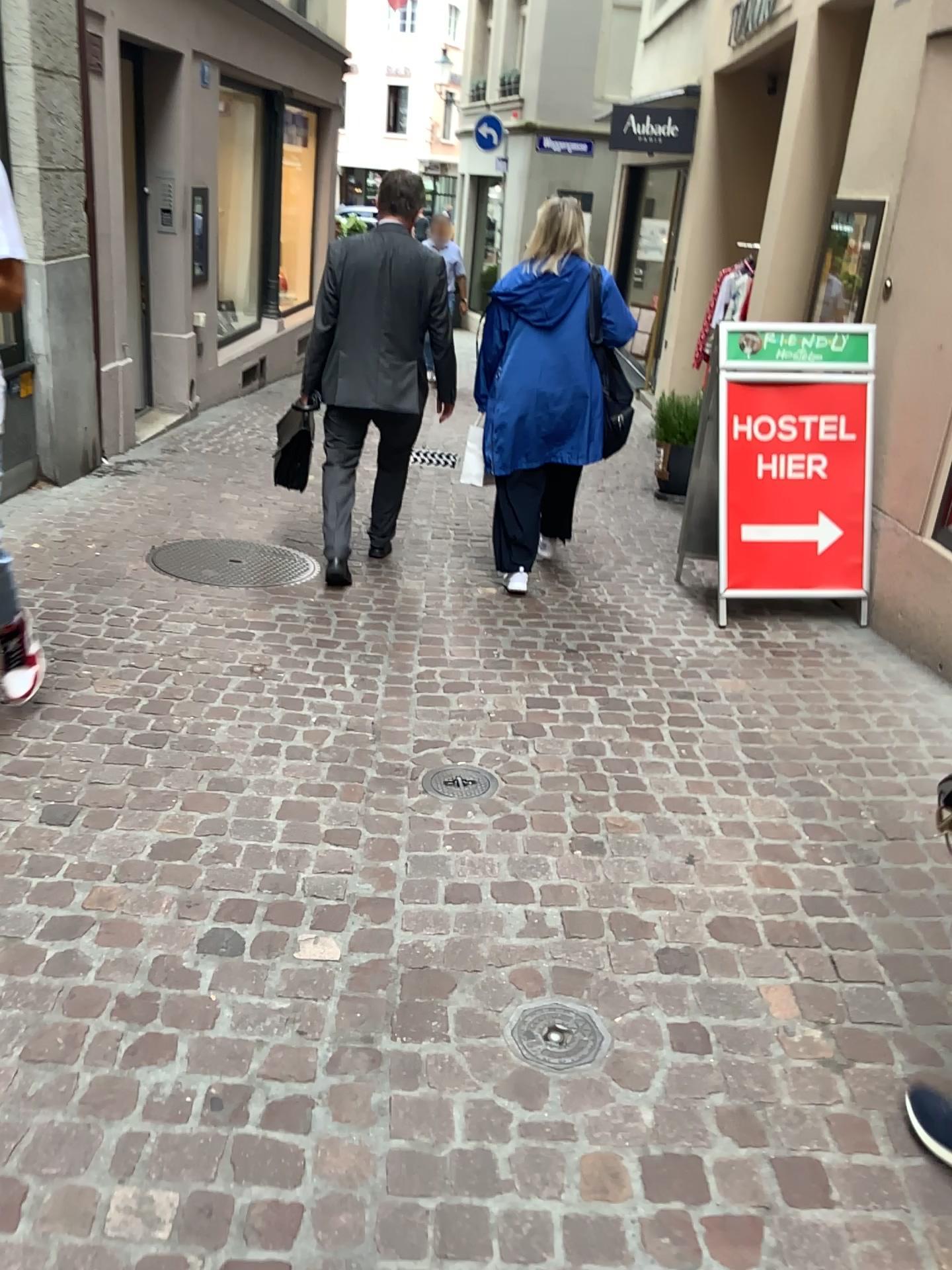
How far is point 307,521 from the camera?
5.5m

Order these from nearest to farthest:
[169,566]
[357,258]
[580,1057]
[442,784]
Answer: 1. [580,1057]
2. [442,784]
3. [357,258]
4. [169,566]

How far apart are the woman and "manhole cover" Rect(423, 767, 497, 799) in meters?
1.7

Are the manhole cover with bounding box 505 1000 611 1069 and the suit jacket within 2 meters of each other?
no

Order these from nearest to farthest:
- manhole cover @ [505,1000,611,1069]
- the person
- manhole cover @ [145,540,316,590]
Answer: manhole cover @ [505,1000,611,1069] → the person → manhole cover @ [145,540,316,590]

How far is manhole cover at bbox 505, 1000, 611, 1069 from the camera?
1.9m

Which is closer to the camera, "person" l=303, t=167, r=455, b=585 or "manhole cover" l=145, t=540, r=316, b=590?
"person" l=303, t=167, r=455, b=585

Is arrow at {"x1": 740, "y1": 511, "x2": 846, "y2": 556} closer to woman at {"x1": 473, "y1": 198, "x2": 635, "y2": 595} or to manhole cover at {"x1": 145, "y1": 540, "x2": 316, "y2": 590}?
woman at {"x1": 473, "y1": 198, "x2": 635, "y2": 595}

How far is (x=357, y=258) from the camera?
4.17m

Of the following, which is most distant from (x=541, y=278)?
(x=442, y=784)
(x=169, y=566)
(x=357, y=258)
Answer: (x=442, y=784)
